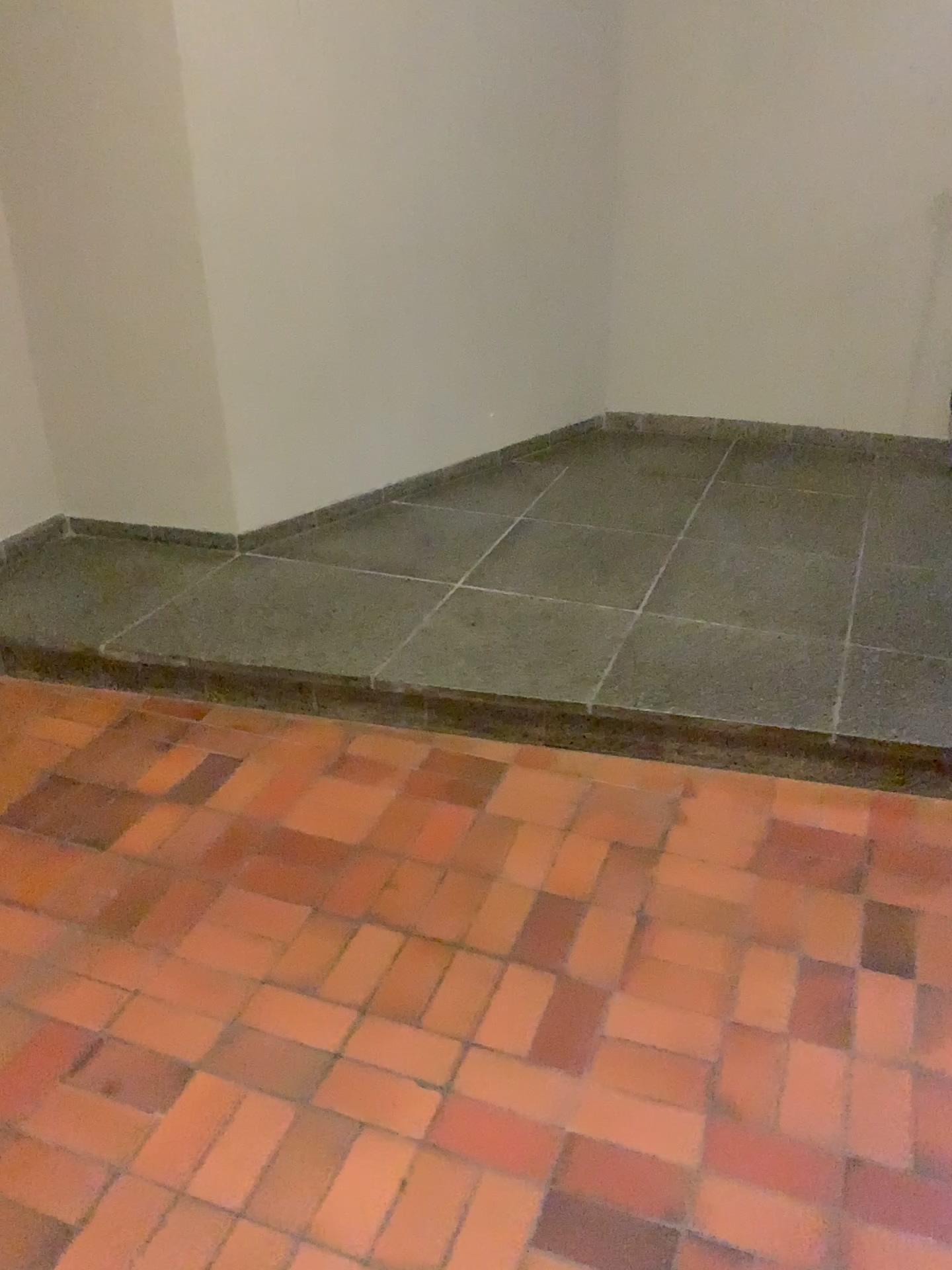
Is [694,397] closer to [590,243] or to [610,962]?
[590,243]
